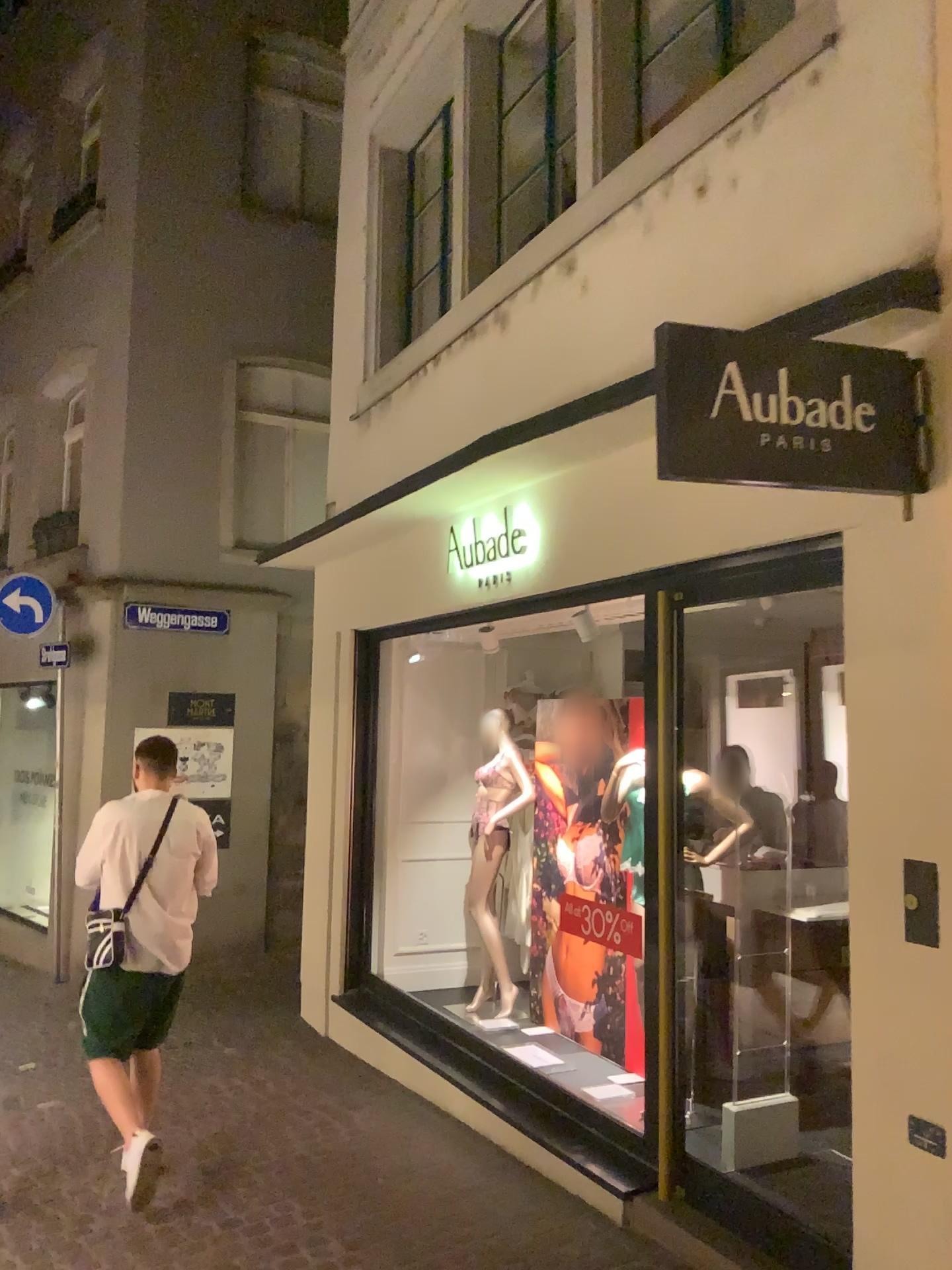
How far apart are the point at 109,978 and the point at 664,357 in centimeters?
326cm

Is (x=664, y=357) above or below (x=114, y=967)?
above

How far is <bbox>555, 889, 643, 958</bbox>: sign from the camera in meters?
4.3

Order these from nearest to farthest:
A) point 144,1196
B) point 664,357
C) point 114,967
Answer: point 664,357
point 144,1196
point 114,967

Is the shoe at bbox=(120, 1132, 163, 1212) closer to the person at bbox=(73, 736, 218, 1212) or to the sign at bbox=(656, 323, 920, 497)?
the person at bbox=(73, 736, 218, 1212)

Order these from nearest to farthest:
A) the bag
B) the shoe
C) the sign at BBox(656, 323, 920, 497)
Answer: the sign at BBox(656, 323, 920, 497) < the shoe < the bag

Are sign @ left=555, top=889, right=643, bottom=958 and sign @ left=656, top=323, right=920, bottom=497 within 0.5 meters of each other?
no

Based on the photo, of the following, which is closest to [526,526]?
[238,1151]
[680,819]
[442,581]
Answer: [442,581]

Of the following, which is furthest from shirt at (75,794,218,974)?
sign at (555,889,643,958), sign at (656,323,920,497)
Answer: sign at (656,323,920,497)

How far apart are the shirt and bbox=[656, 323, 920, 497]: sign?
2.7m
